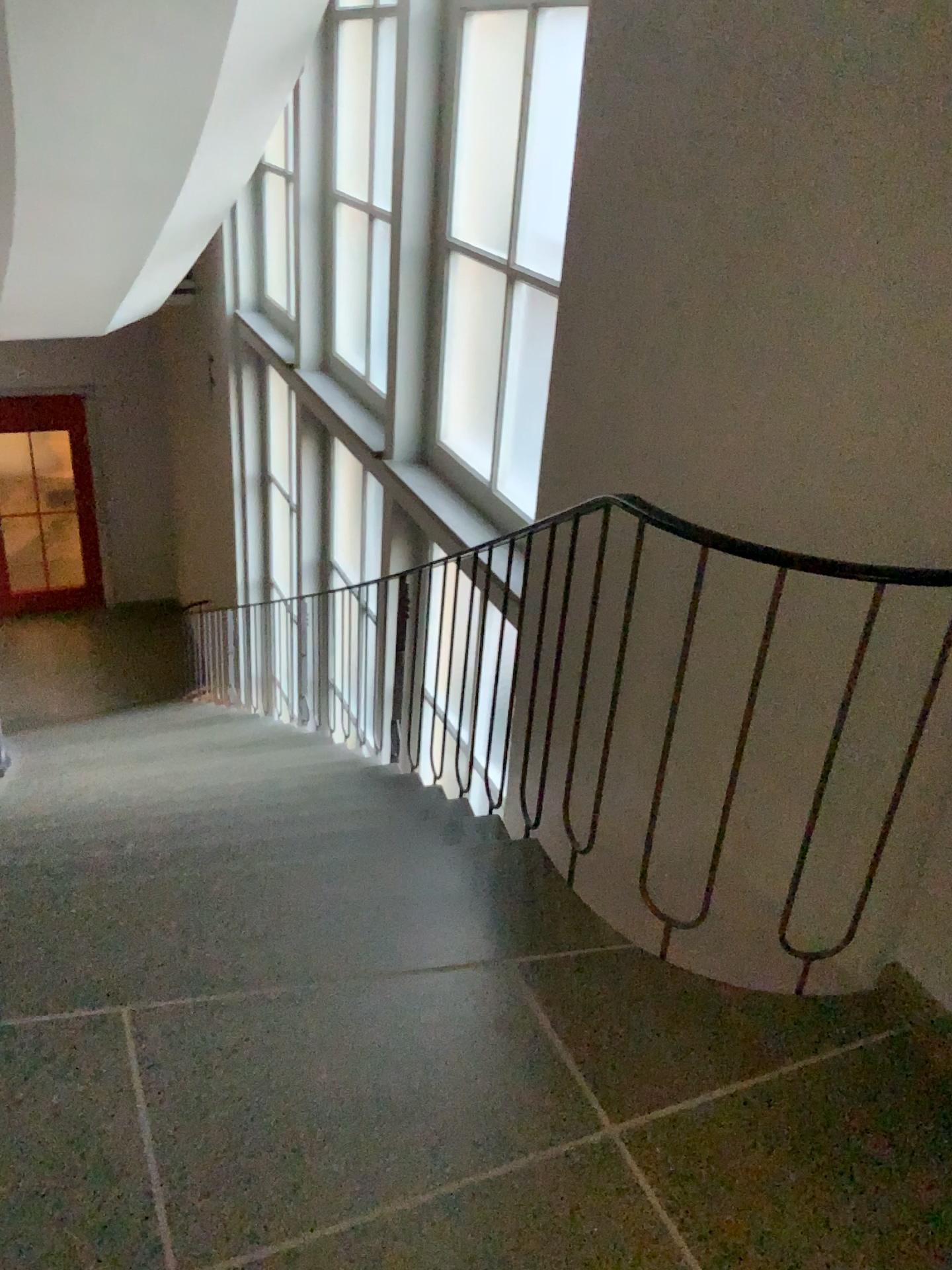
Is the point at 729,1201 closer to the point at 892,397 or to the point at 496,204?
the point at 892,397
